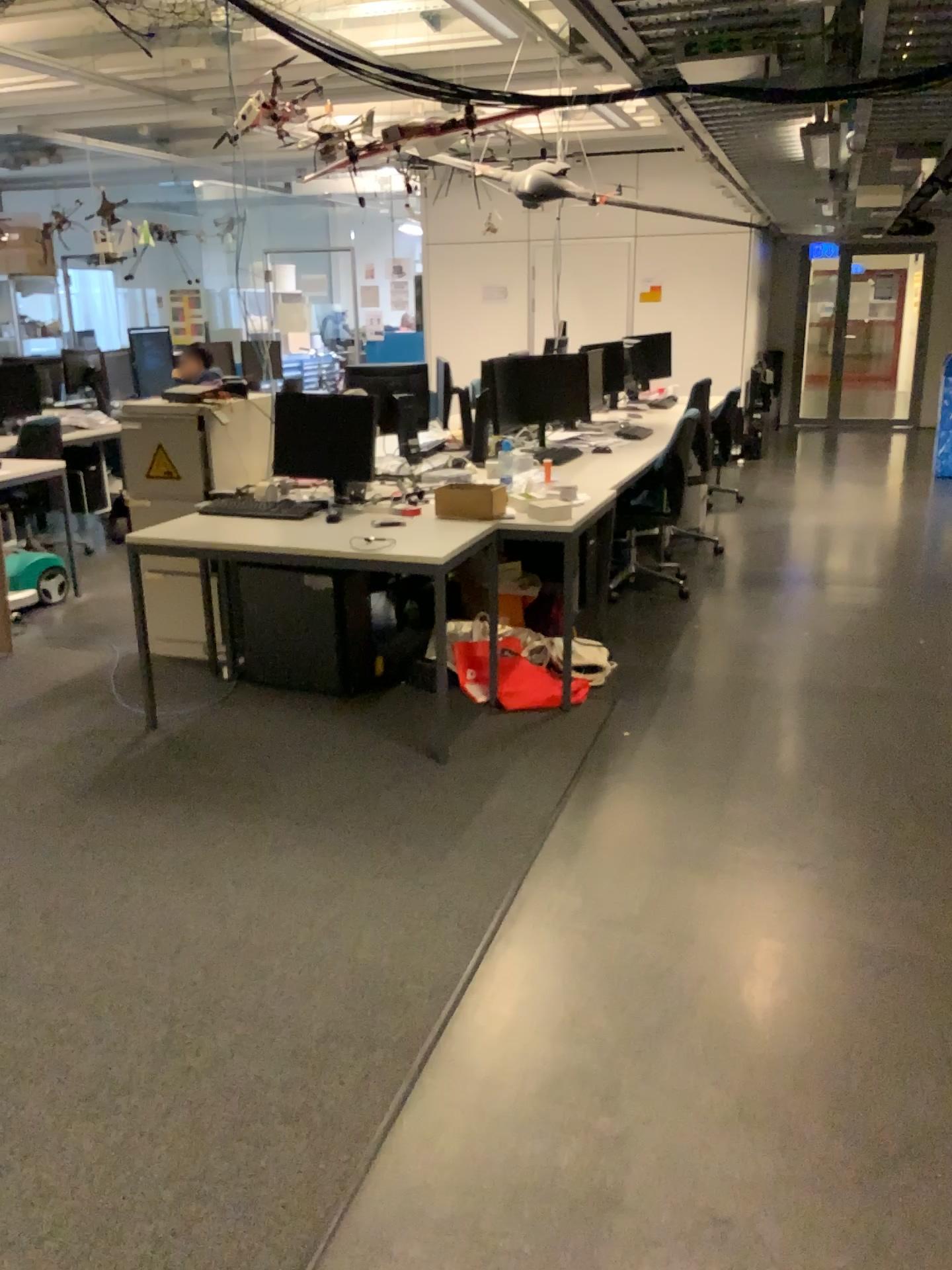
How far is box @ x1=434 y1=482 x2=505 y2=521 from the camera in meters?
4.0

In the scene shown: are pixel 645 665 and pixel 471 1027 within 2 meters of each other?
no

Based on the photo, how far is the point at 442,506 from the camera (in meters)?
4.05

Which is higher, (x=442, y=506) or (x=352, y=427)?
(x=352, y=427)

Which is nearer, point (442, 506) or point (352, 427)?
point (442, 506)

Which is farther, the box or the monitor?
the monitor
